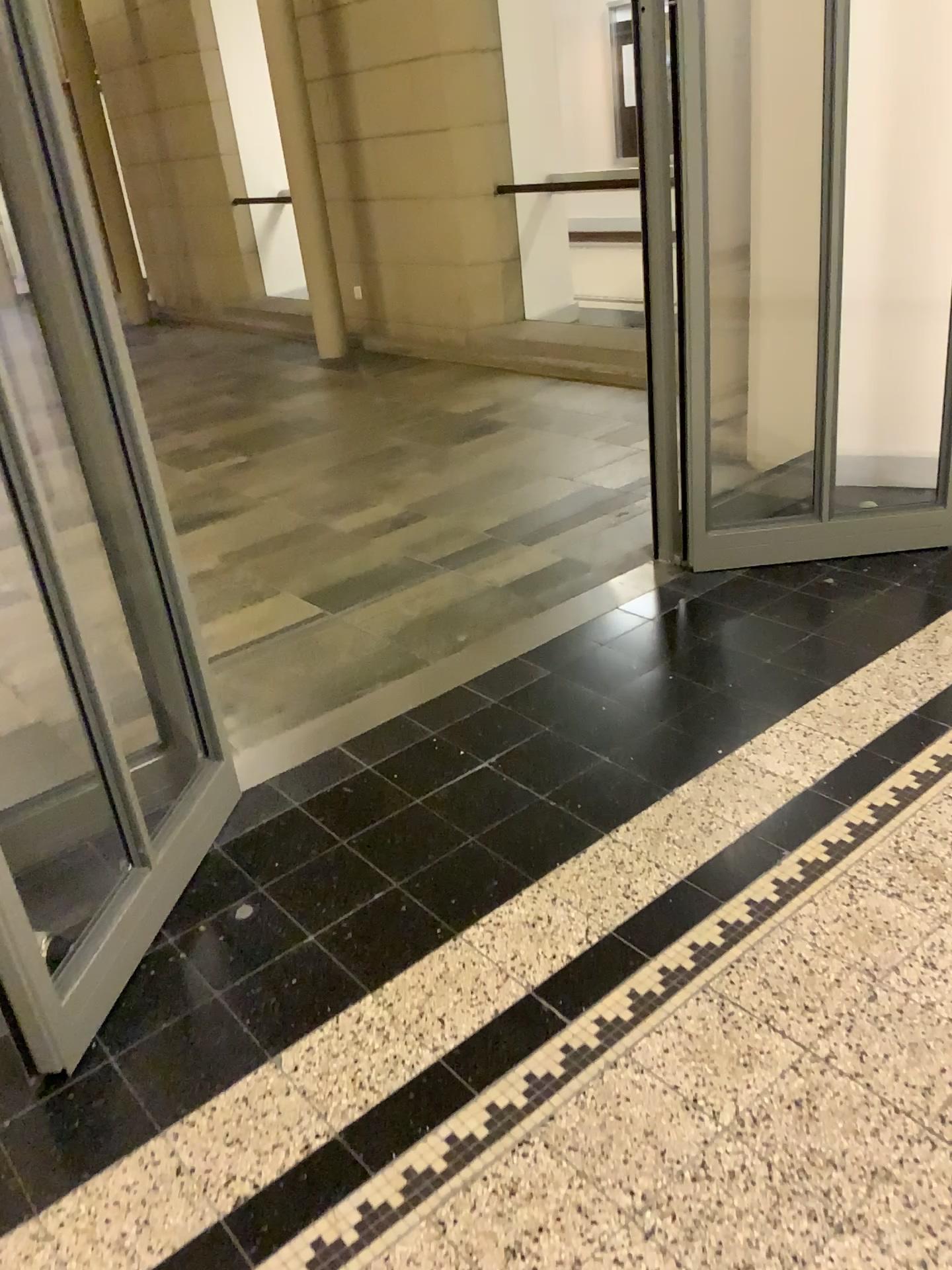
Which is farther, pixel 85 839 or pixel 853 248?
pixel 853 248

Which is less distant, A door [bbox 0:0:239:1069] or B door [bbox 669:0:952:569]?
Answer: A door [bbox 0:0:239:1069]

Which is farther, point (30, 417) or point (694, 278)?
point (694, 278)
